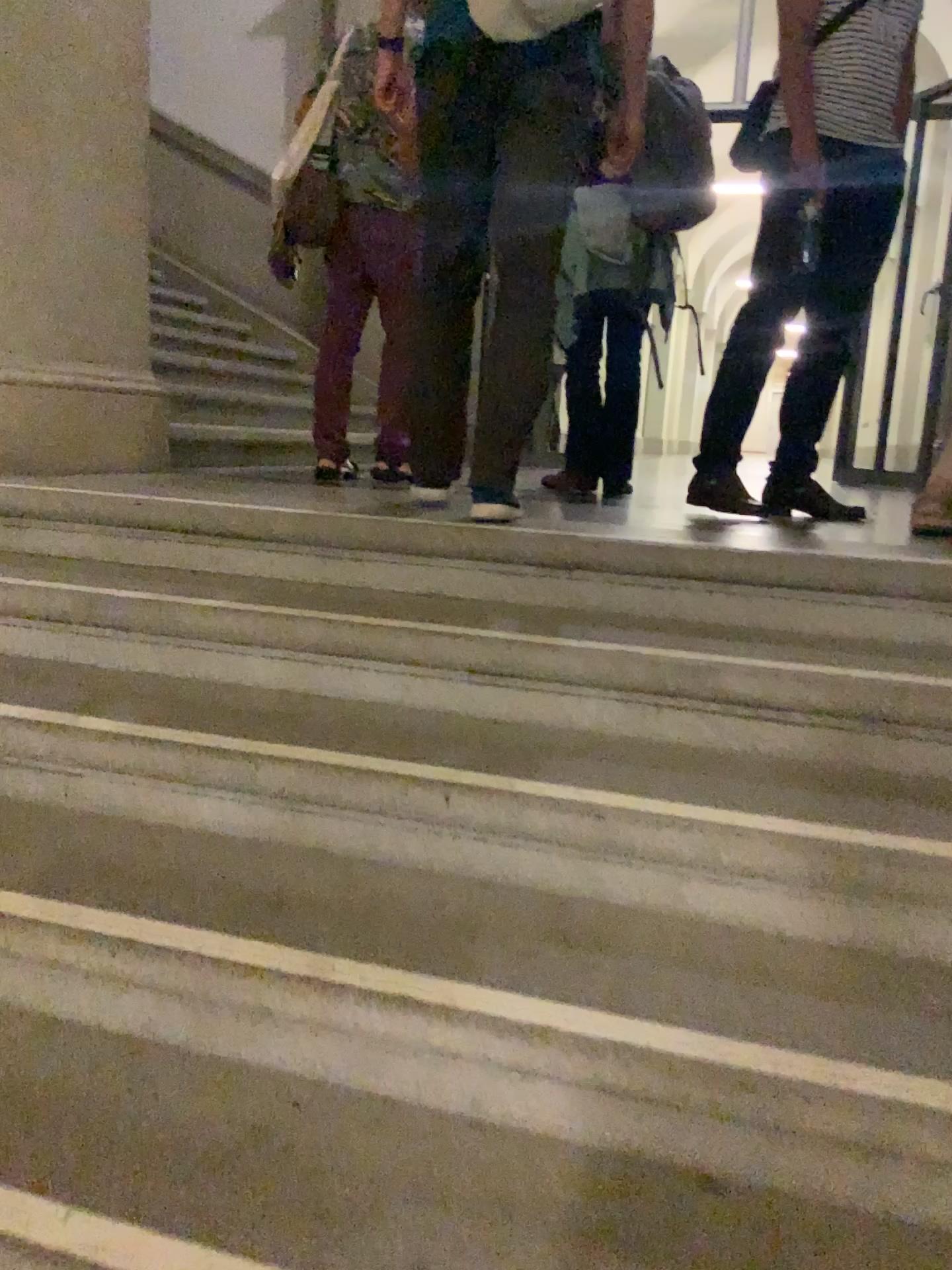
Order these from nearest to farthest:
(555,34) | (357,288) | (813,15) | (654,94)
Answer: (555,34)
(813,15)
(654,94)
(357,288)

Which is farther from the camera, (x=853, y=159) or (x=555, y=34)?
(x=853, y=159)

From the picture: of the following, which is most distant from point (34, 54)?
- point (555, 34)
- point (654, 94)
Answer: point (654, 94)

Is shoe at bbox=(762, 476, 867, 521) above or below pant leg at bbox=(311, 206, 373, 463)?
below

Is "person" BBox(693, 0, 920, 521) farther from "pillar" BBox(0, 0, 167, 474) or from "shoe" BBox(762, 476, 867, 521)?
"pillar" BBox(0, 0, 167, 474)

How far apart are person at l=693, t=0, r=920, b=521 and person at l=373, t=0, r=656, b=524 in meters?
0.5

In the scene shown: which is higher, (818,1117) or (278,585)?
(278,585)

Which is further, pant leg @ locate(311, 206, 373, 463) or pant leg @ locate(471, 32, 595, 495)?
pant leg @ locate(311, 206, 373, 463)

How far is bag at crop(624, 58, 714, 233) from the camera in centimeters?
322cm

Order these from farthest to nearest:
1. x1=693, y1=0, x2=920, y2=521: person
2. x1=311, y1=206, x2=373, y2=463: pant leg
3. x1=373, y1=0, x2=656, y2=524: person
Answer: x1=311, y1=206, x2=373, y2=463: pant leg
x1=693, y1=0, x2=920, y2=521: person
x1=373, y1=0, x2=656, y2=524: person
